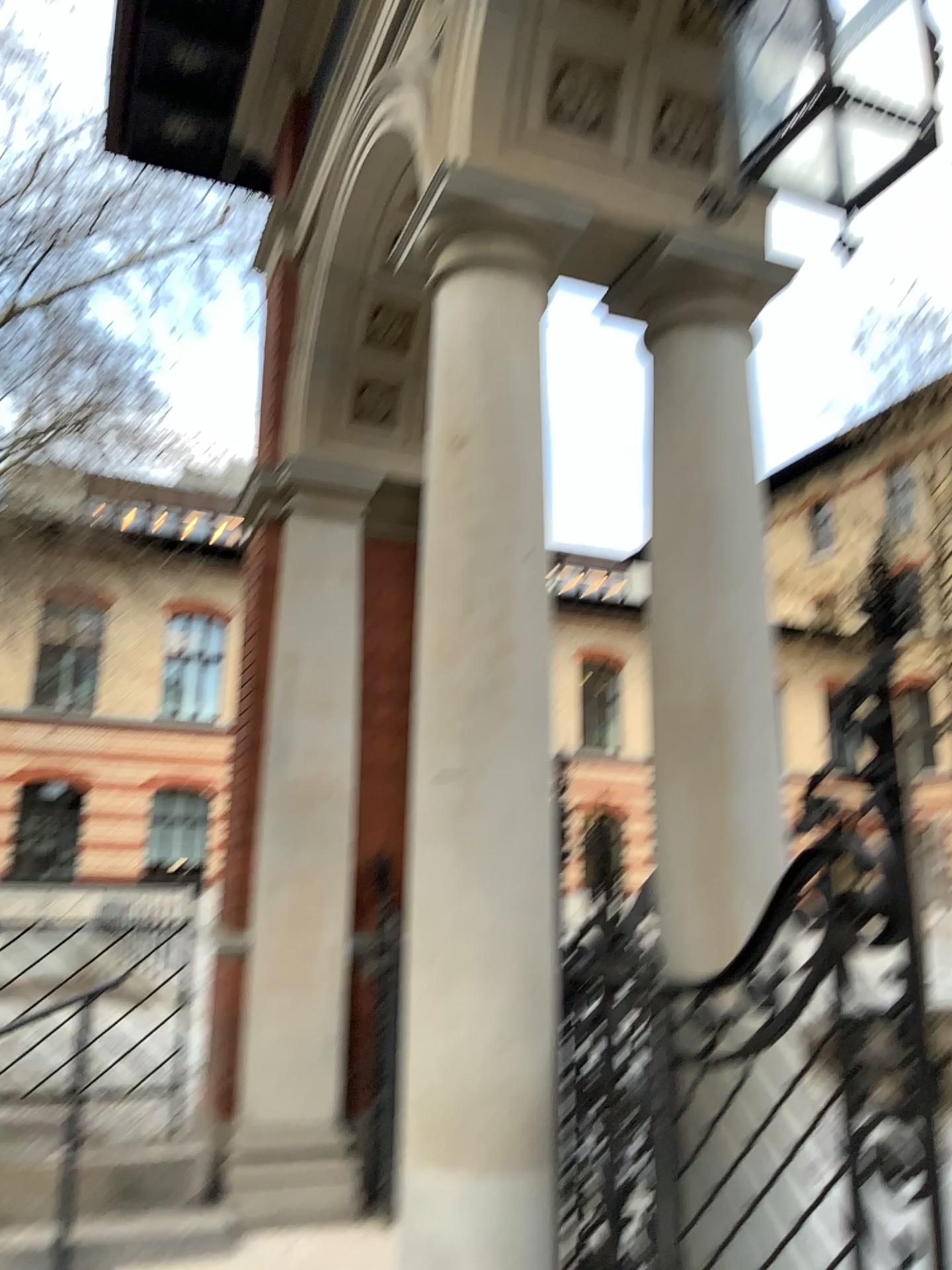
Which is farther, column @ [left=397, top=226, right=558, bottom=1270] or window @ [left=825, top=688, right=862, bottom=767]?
column @ [left=397, top=226, right=558, bottom=1270]

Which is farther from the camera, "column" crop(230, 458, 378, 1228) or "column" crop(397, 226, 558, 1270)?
"column" crop(230, 458, 378, 1228)

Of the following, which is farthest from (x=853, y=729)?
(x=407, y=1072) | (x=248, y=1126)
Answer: (x=248, y=1126)

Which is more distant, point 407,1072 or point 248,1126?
point 248,1126

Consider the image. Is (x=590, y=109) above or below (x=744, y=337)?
above

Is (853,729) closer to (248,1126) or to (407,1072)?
(407,1072)

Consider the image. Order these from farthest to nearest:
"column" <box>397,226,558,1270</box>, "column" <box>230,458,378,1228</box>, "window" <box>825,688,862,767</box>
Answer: "column" <box>230,458,378,1228</box> < "column" <box>397,226,558,1270</box> < "window" <box>825,688,862,767</box>

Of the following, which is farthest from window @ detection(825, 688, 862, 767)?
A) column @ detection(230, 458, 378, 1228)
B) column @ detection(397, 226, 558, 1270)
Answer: column @ detection(230, 458, 378, 1228)

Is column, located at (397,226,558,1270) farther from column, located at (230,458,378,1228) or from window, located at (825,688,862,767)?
column, located at (230,458,378,1228)
